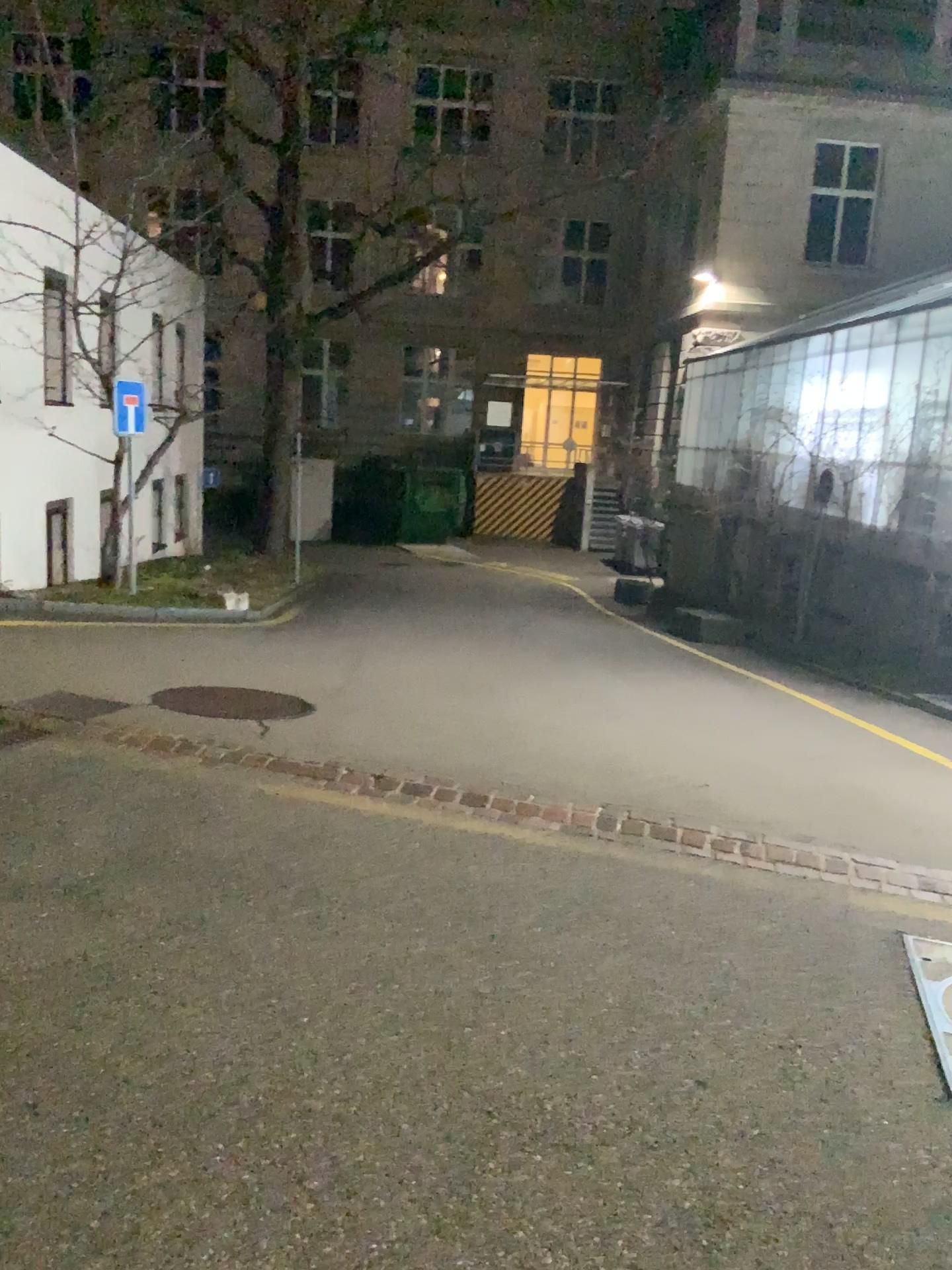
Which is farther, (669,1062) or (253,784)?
(253,784)
